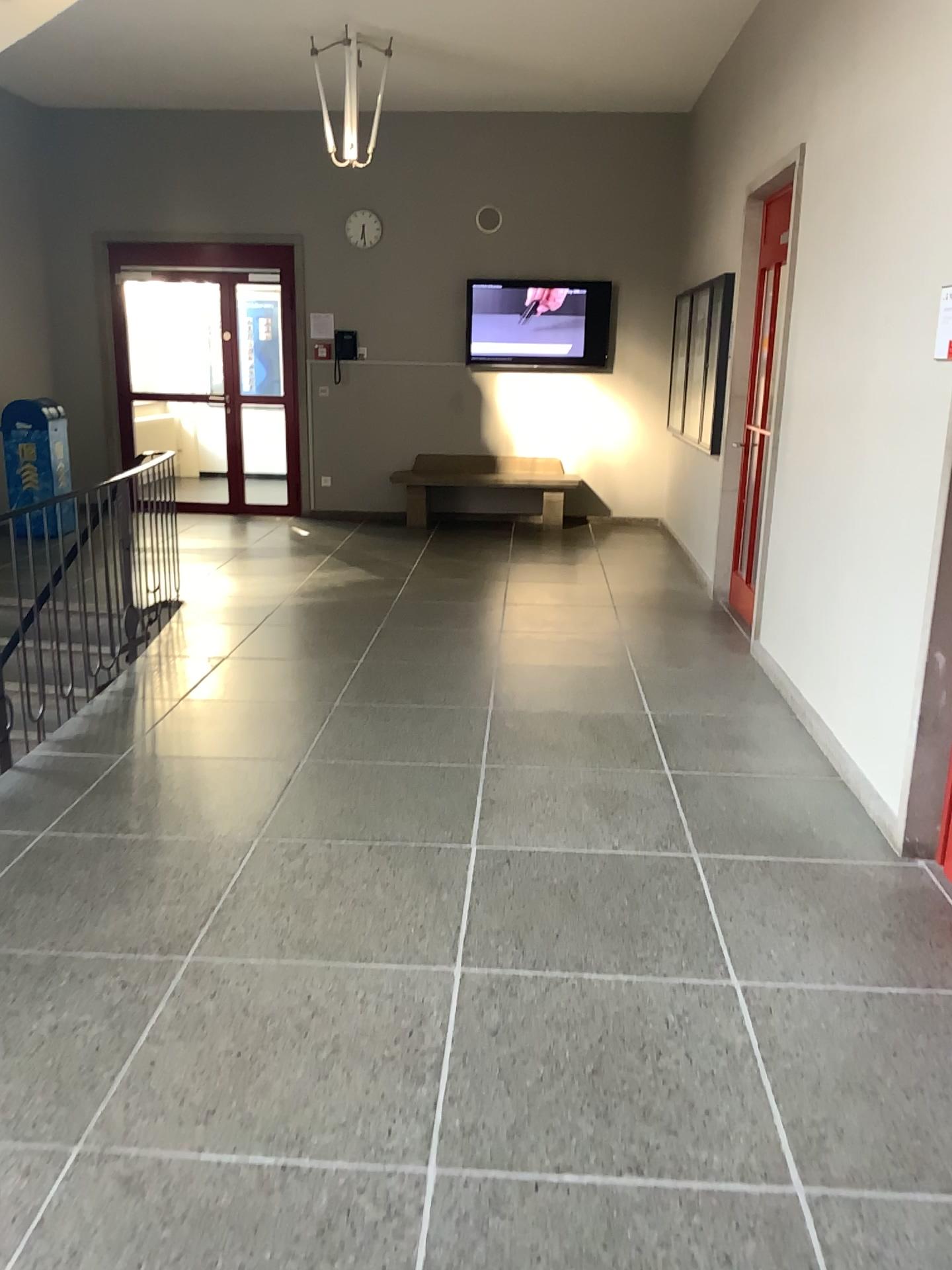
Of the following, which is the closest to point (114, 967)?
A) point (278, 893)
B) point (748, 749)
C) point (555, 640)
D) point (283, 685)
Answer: point (278, 893)
